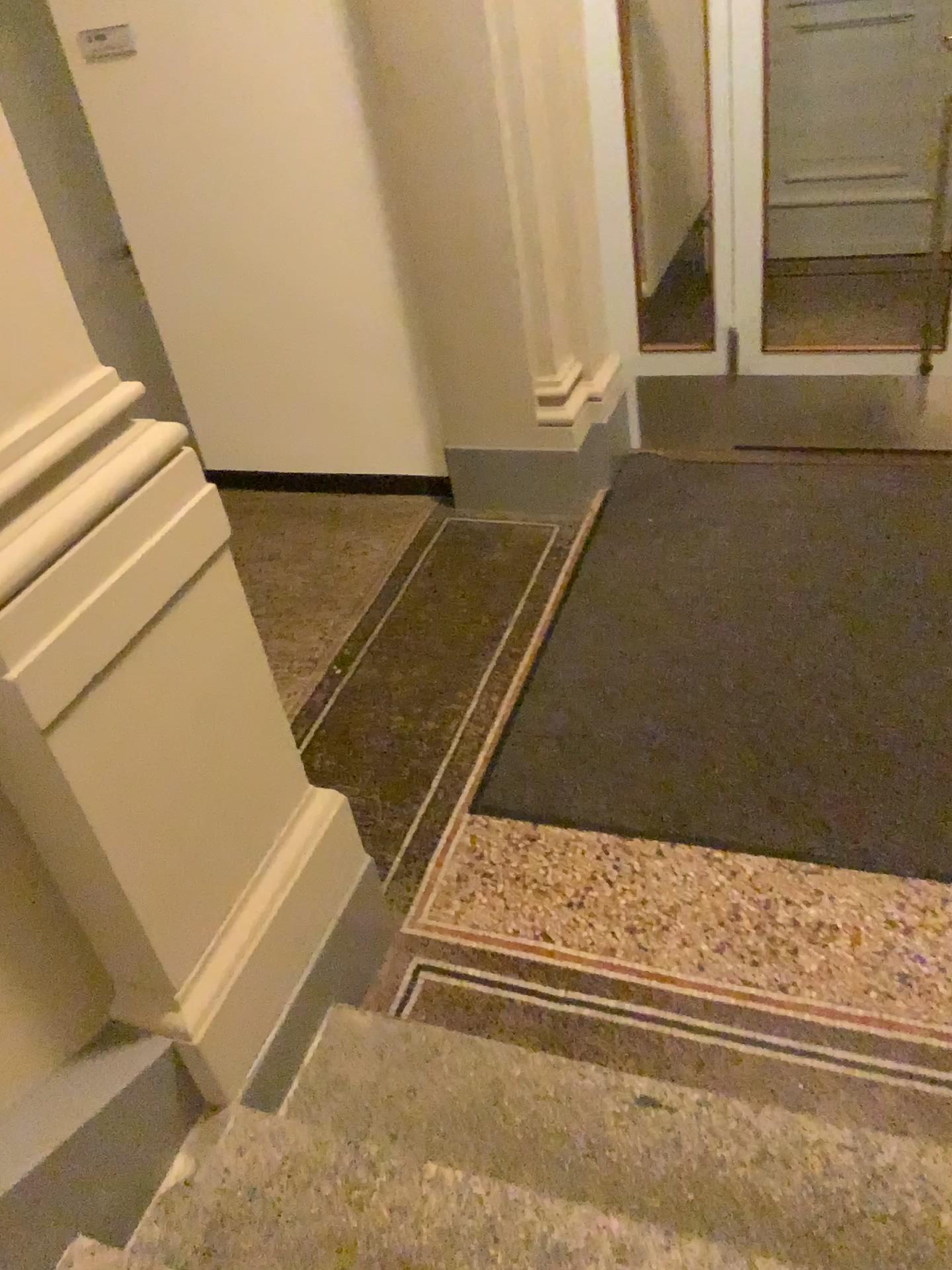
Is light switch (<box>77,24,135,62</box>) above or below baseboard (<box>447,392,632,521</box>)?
above

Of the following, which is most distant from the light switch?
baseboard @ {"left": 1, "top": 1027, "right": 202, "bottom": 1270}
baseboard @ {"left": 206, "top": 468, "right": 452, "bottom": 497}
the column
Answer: baseboard @ {"left": 1, "top": 1027, "right": 202, "bottom": 1270}

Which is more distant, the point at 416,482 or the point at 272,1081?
the point at 416,482

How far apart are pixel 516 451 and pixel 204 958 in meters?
2.5 m

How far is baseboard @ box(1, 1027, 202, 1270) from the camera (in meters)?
1.58

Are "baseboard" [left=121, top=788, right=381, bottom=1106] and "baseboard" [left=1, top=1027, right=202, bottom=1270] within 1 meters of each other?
yes

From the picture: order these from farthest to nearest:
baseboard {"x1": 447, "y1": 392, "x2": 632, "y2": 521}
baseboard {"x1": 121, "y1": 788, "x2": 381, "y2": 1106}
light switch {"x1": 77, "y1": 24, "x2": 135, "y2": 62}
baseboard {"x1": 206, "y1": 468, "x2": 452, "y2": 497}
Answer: baseboard {"x1": 206, "y1": 468, "x2": 452, "y2": 497}, baseboard {"x1": 447, "y1": 392, "x2": 632, "y2": 521}, light switch {"x1": 77, "y1": 24, "x2": 135, "y2": 62}, baseboard {"x1": 121, "y1": 788, "x2": 381, "y2": 1106}

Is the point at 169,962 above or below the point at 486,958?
above

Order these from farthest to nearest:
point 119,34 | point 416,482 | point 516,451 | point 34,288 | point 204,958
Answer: point 416,482 → point 516,451 → point 119,34 → point 204,958 → point 34,288

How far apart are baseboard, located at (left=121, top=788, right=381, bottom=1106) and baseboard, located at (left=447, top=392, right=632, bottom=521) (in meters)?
1.98
